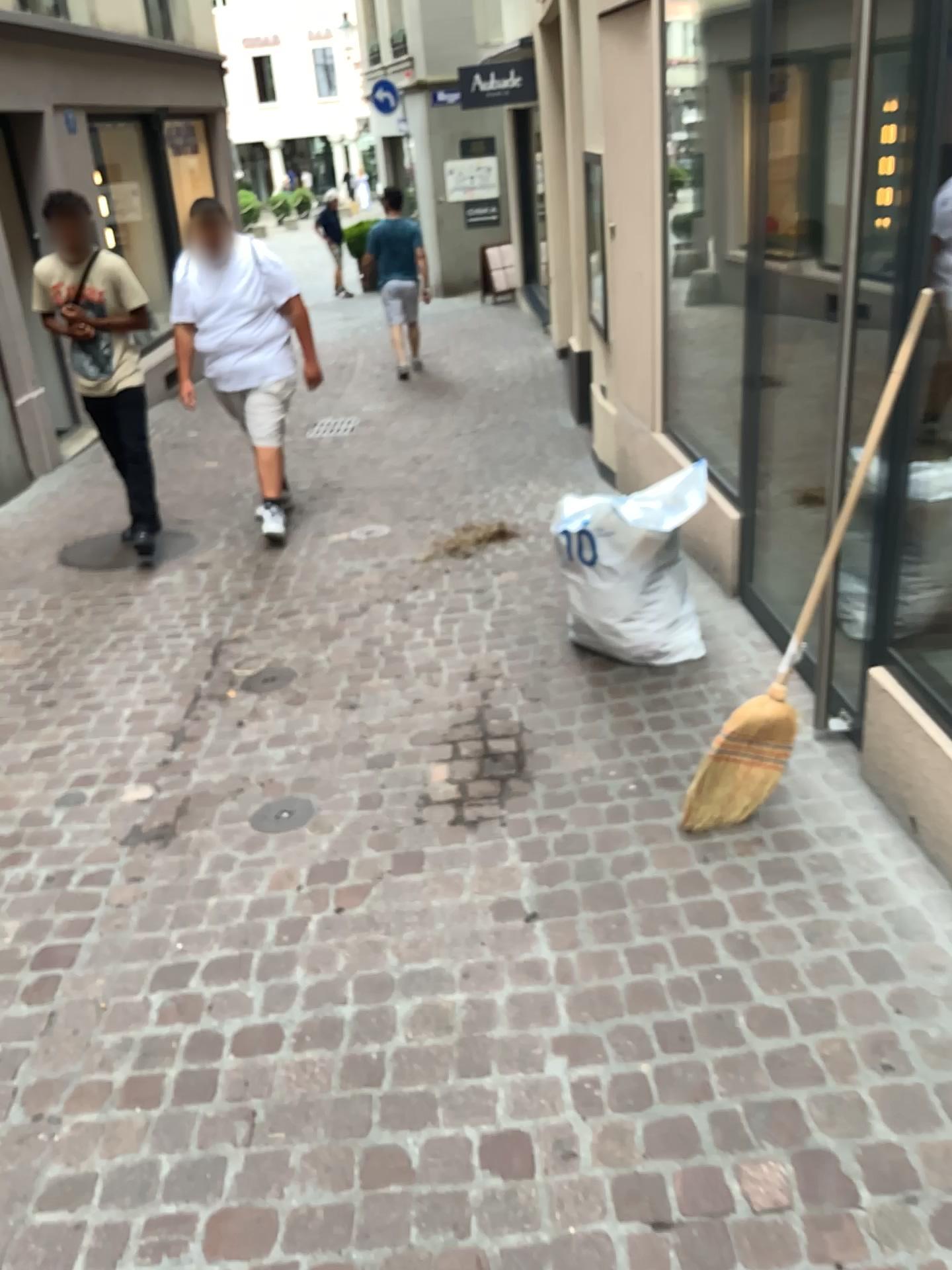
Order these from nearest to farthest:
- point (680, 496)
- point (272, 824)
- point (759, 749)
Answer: point (759, 749)
point (272, 824)
point (680, 496)

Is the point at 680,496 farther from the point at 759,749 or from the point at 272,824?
the point at 272,824

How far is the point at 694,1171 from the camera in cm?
180

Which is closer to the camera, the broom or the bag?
the broom

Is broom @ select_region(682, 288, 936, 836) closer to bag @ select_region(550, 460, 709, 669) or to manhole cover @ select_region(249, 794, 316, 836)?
bag @ select_region(550, 460, 709, 669)

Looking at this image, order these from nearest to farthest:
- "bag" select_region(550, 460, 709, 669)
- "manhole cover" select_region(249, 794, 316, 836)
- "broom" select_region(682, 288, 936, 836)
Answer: "broom" select_region(682, 288, 936, 836), "manhole cover" select_region(249, 794, 316, 836), "bag" select_region(550, 460, 709, 669)

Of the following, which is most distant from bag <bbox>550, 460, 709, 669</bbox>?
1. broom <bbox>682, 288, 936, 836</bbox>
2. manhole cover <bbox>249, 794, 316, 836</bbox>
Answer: manhole cover <bbox>249, 794, 316, 836</bbox>

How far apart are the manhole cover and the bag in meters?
1.1

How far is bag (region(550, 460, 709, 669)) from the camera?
3.36m

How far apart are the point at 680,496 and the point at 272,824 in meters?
1.6 m
